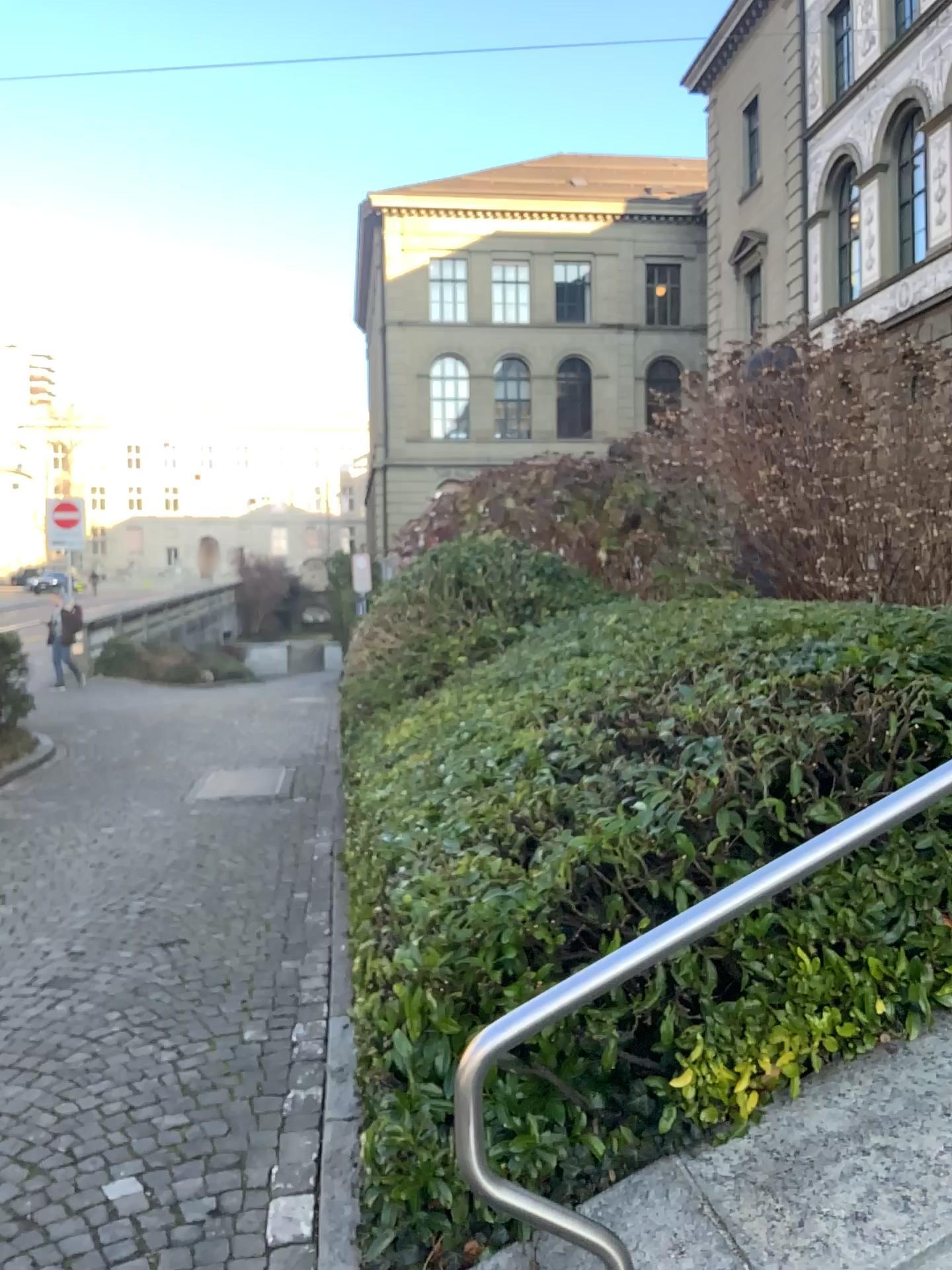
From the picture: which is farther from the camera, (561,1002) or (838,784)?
(838,784)

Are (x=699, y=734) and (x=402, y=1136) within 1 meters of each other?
no

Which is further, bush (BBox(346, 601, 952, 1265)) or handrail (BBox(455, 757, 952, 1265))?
bush (BBox(346, 601, 952, 1265))
